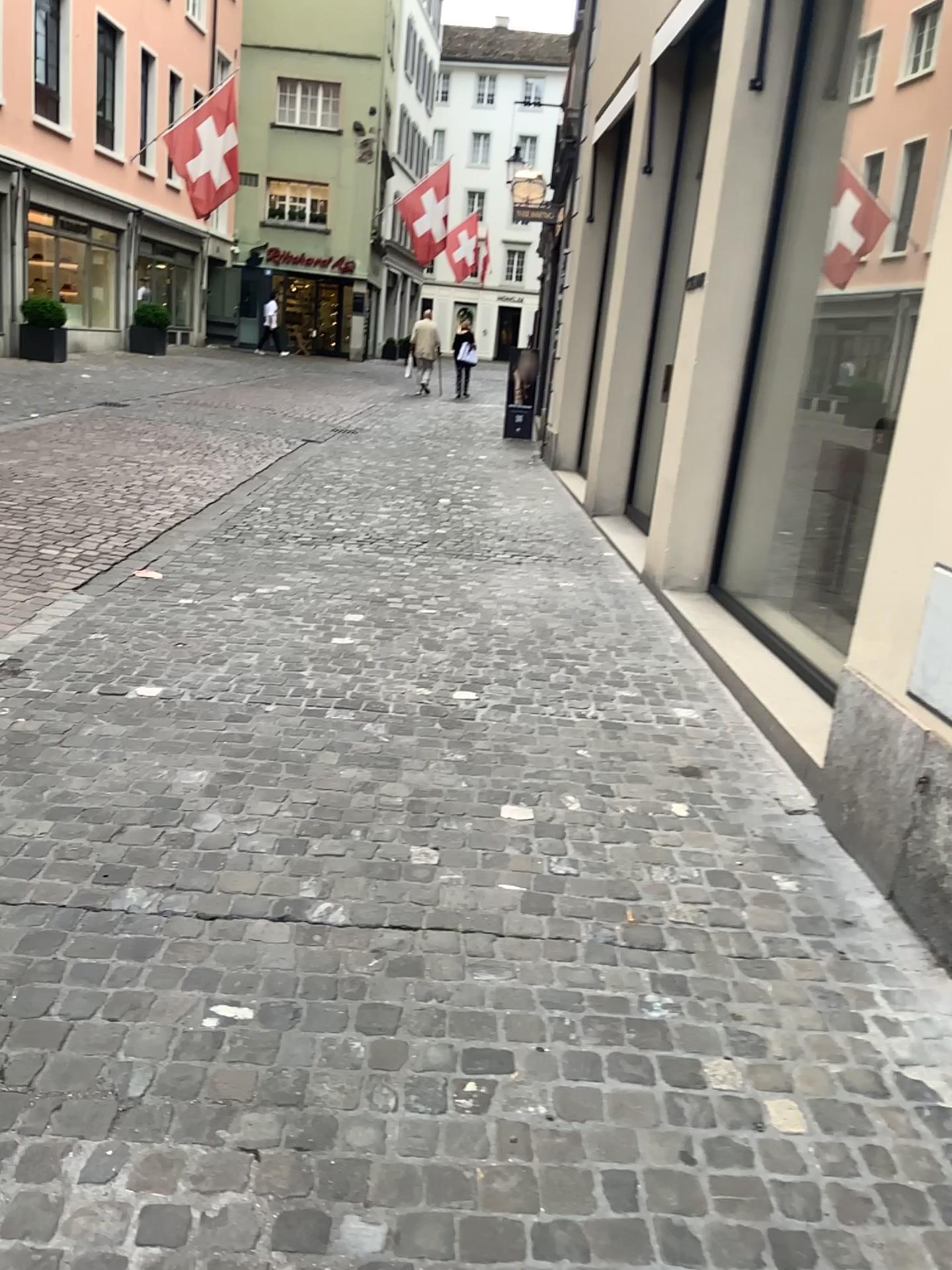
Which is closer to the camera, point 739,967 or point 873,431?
point 739,967
